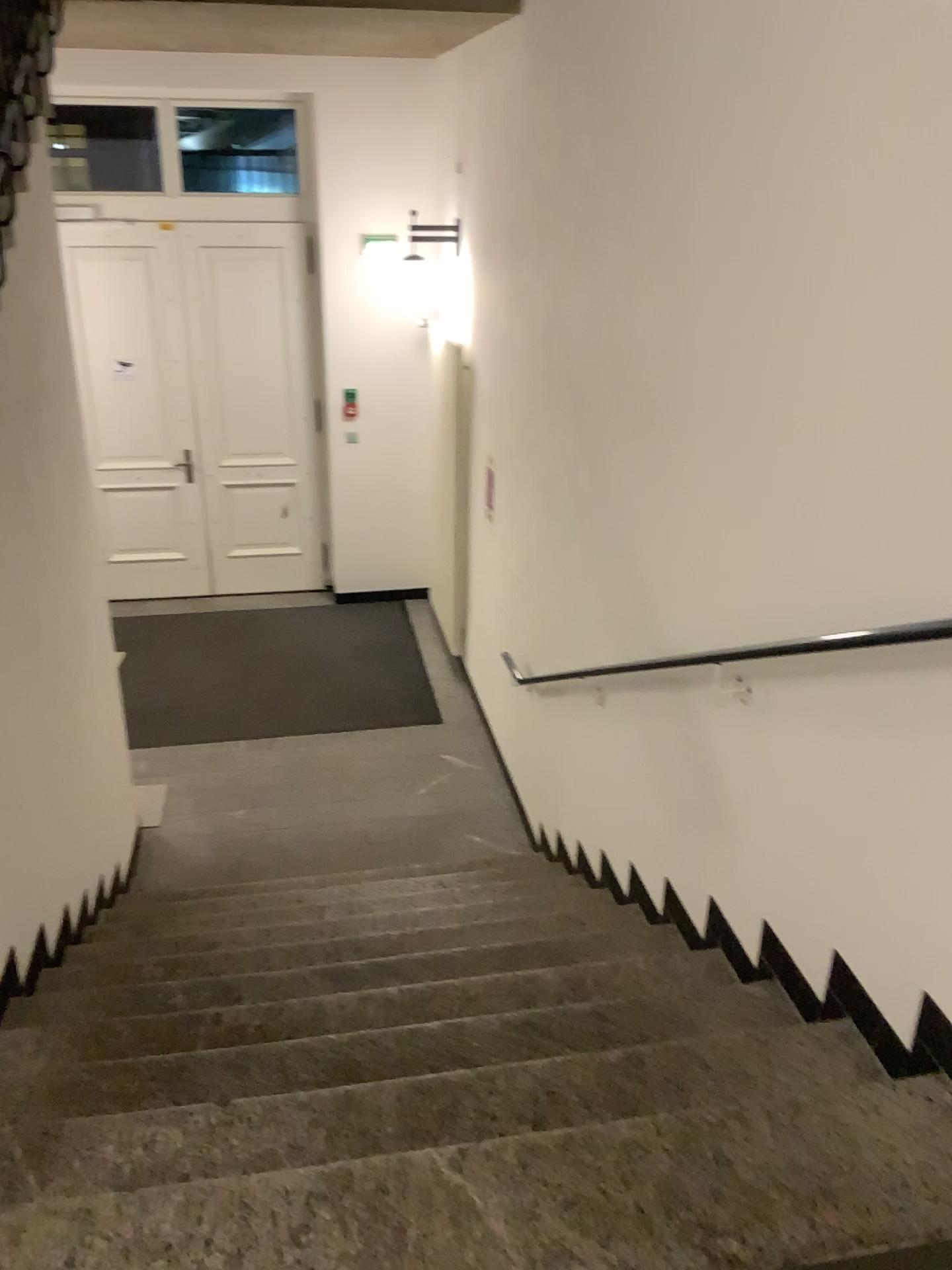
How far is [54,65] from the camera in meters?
5.5 m
